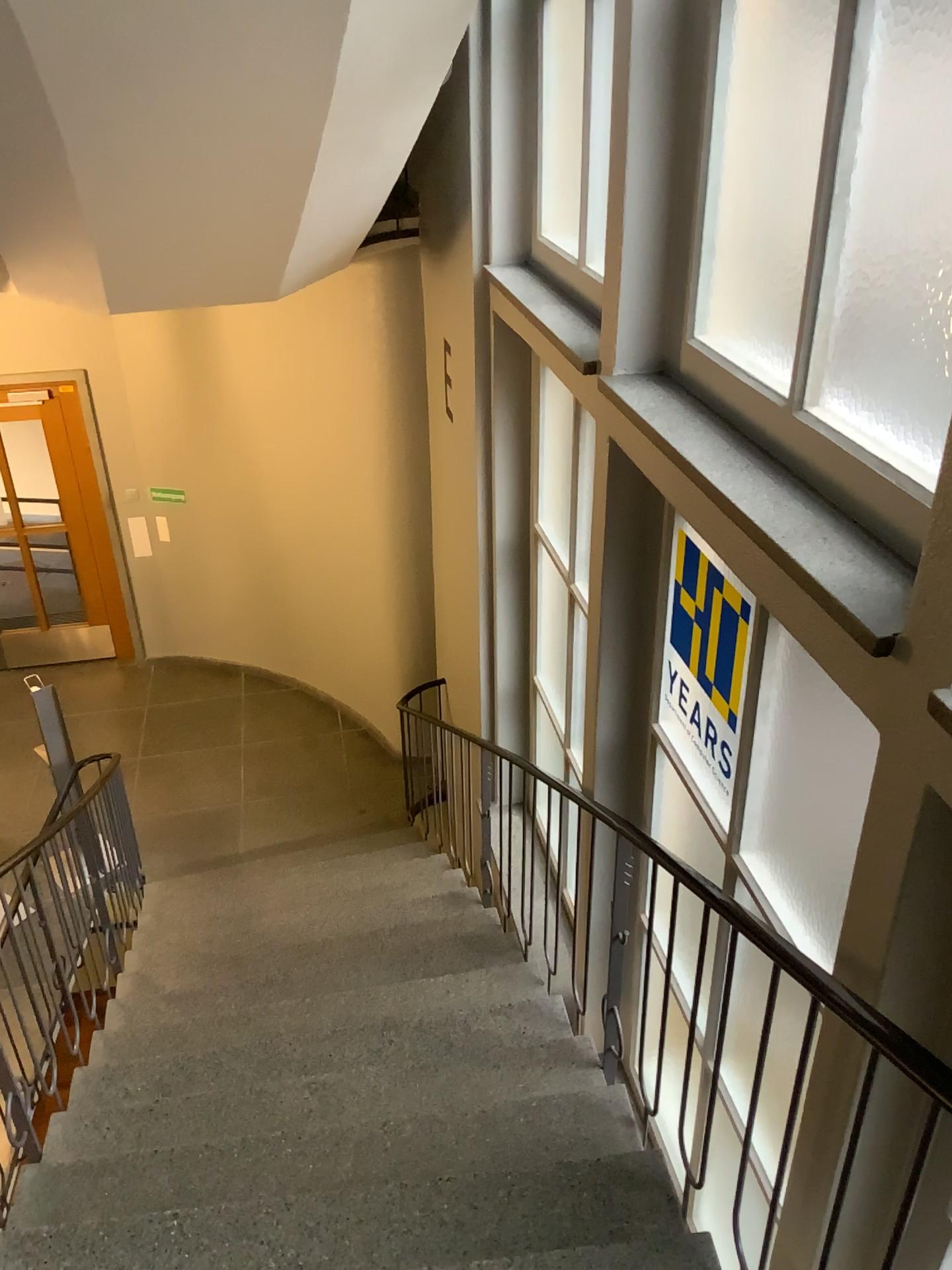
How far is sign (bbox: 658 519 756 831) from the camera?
2.8m

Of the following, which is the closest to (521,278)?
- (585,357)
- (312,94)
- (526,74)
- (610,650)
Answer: (526,74)

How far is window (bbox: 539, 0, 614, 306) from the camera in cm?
403

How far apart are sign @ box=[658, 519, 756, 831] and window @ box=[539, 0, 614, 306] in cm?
137

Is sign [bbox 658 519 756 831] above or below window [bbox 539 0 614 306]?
below

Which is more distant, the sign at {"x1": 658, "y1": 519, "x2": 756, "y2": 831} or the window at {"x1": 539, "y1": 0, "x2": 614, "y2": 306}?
the window at {"x1": 539, "y1": 0, "x2": 614, "y2": 306}

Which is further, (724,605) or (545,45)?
(545,45)

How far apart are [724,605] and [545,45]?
2.5m

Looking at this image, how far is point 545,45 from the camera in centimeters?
403cm
